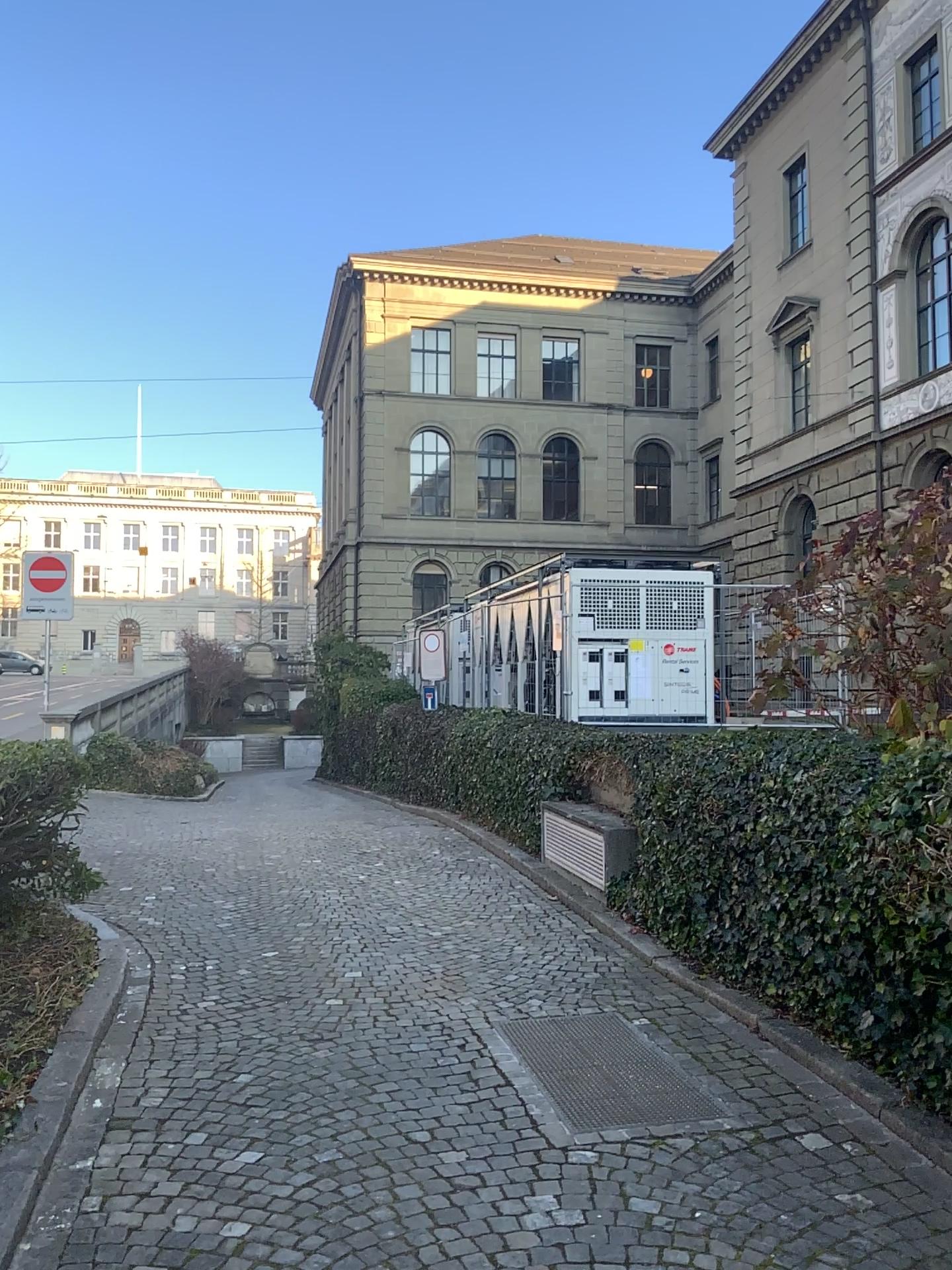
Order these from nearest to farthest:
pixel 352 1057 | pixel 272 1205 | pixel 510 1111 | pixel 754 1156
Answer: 1. pixel 272 1205
2. pixel 754 1156
3. pixel 510 1111
4. pixel 352 1057
